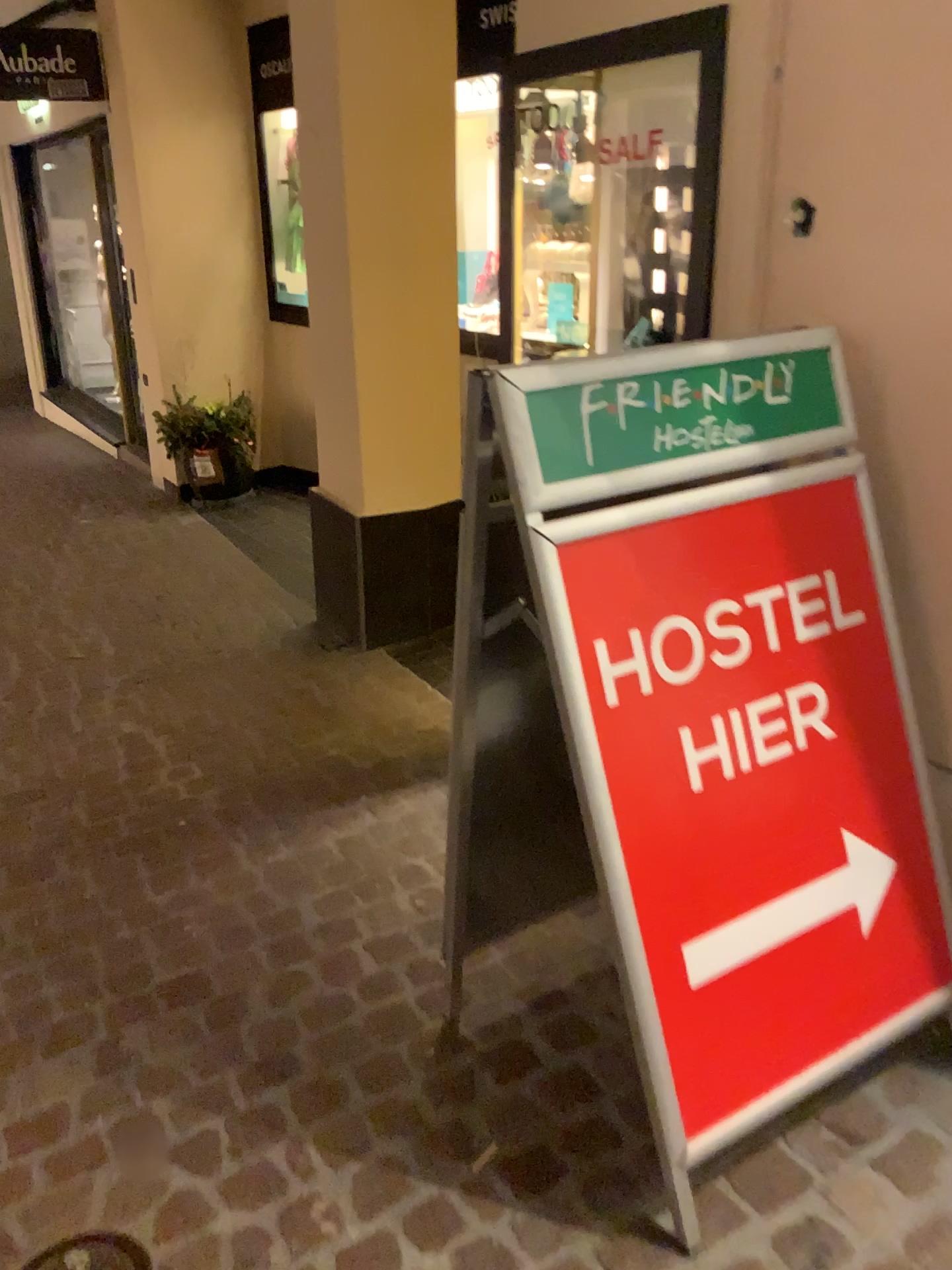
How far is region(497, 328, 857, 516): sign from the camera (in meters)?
1.31

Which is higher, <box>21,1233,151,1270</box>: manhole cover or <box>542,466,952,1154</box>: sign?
<box>542,466,952,1154</box>: sign

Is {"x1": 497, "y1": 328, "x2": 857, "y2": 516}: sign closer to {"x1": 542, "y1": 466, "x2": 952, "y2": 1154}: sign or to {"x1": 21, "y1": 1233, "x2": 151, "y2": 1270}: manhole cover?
{"x1": 542, "y1": 466, "x2": 952, "y2": 1154}: sign

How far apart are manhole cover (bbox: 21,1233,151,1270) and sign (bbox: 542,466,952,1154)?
0.79m

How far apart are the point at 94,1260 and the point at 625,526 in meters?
1.3

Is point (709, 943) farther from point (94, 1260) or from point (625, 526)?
point (94, 1260)

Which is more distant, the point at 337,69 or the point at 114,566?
the point at 114,566

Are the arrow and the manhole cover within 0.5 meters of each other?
no

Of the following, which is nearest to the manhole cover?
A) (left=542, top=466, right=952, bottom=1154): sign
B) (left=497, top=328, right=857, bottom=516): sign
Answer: (left=542, top=466, right=952, bottom=1154): sign

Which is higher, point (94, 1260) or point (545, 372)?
point (545, 372)
